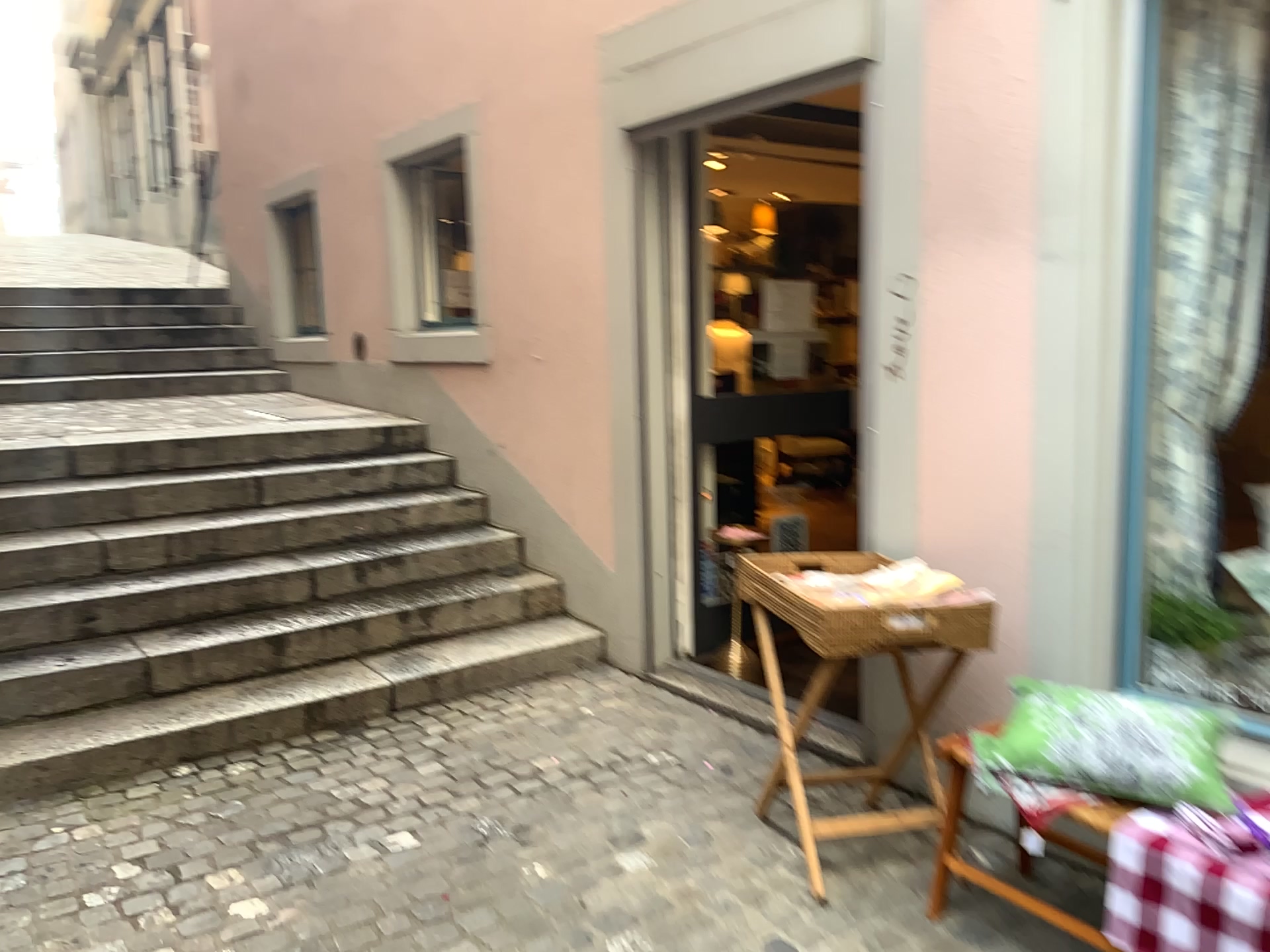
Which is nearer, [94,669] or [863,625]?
[863,625]

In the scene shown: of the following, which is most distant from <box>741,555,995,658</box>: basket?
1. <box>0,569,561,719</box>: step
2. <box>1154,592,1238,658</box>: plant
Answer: <box>0,569,561,719</box>: step

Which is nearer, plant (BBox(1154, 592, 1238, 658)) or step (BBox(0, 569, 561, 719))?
plant (BBox(1154, 592, 1238, 658))

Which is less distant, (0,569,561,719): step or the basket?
the basket

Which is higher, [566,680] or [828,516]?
[828,516]

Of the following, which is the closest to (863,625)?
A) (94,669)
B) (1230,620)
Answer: (1230,620)

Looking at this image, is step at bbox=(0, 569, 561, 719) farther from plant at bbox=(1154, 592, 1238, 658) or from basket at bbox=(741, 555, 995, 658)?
plant at bbox=(1154, 592, 1238, 658)

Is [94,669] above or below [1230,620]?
below

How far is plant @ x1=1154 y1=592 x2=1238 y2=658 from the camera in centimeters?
270cm
